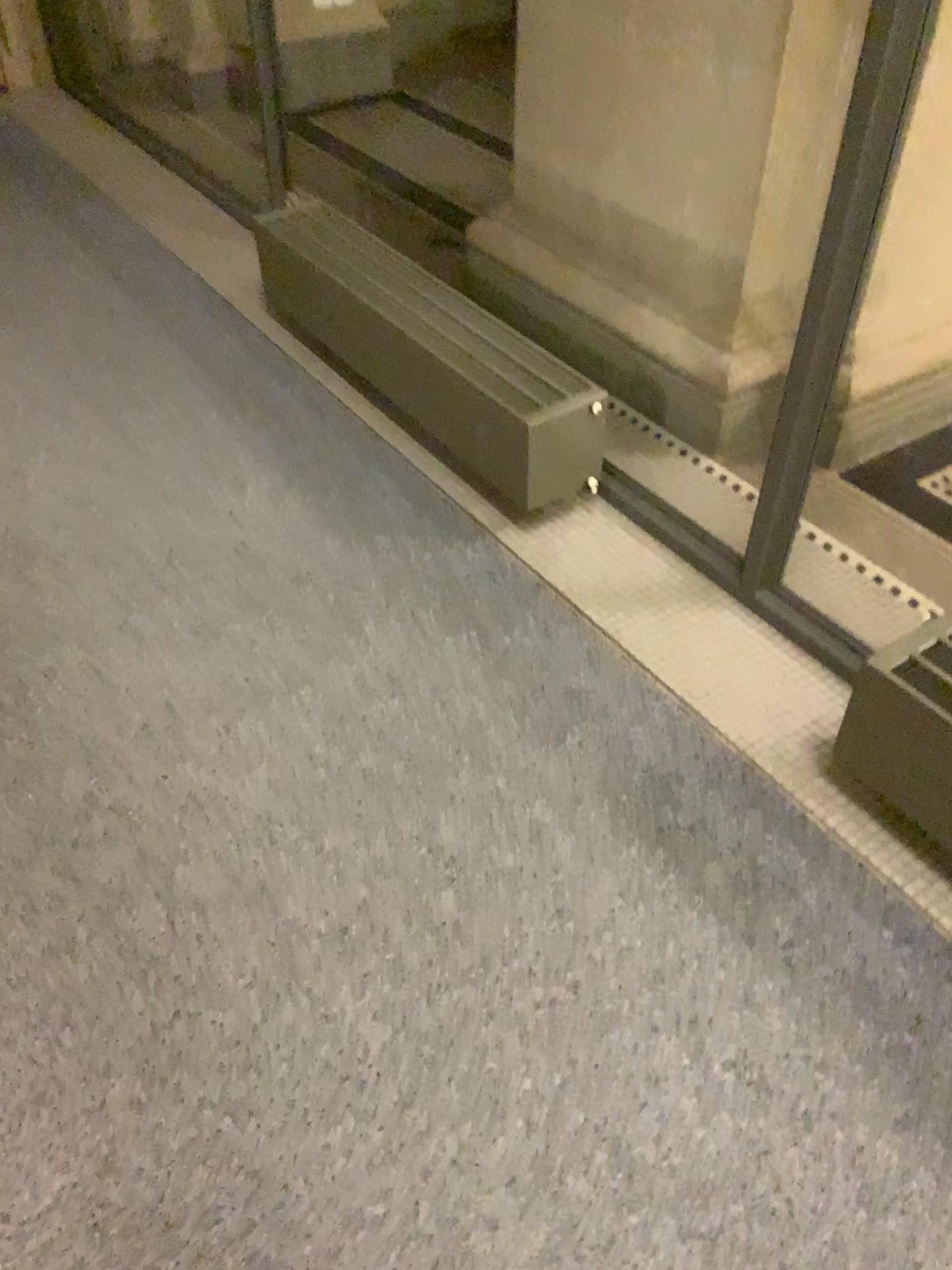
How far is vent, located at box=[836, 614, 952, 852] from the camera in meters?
1.5 m

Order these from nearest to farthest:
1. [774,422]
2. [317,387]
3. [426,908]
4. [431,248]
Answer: [426,908] < [774,422] < [317,387] < [431,248]

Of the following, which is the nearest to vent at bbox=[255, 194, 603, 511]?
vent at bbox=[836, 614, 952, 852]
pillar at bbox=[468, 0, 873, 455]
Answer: pillar at bbox=[468, 0, 873, 455]

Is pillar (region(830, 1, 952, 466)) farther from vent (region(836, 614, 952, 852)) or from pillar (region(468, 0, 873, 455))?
vent (region(836, 614, 952, 852))

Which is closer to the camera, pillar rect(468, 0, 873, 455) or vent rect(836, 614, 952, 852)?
vent rect(836, 614, 952, 852)

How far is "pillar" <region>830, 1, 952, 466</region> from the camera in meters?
2.2

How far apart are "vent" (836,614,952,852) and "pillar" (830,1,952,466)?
0.8m

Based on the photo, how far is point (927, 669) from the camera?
1.47m

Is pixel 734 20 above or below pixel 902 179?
above

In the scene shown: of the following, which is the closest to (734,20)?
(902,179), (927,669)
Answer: (902,179)
